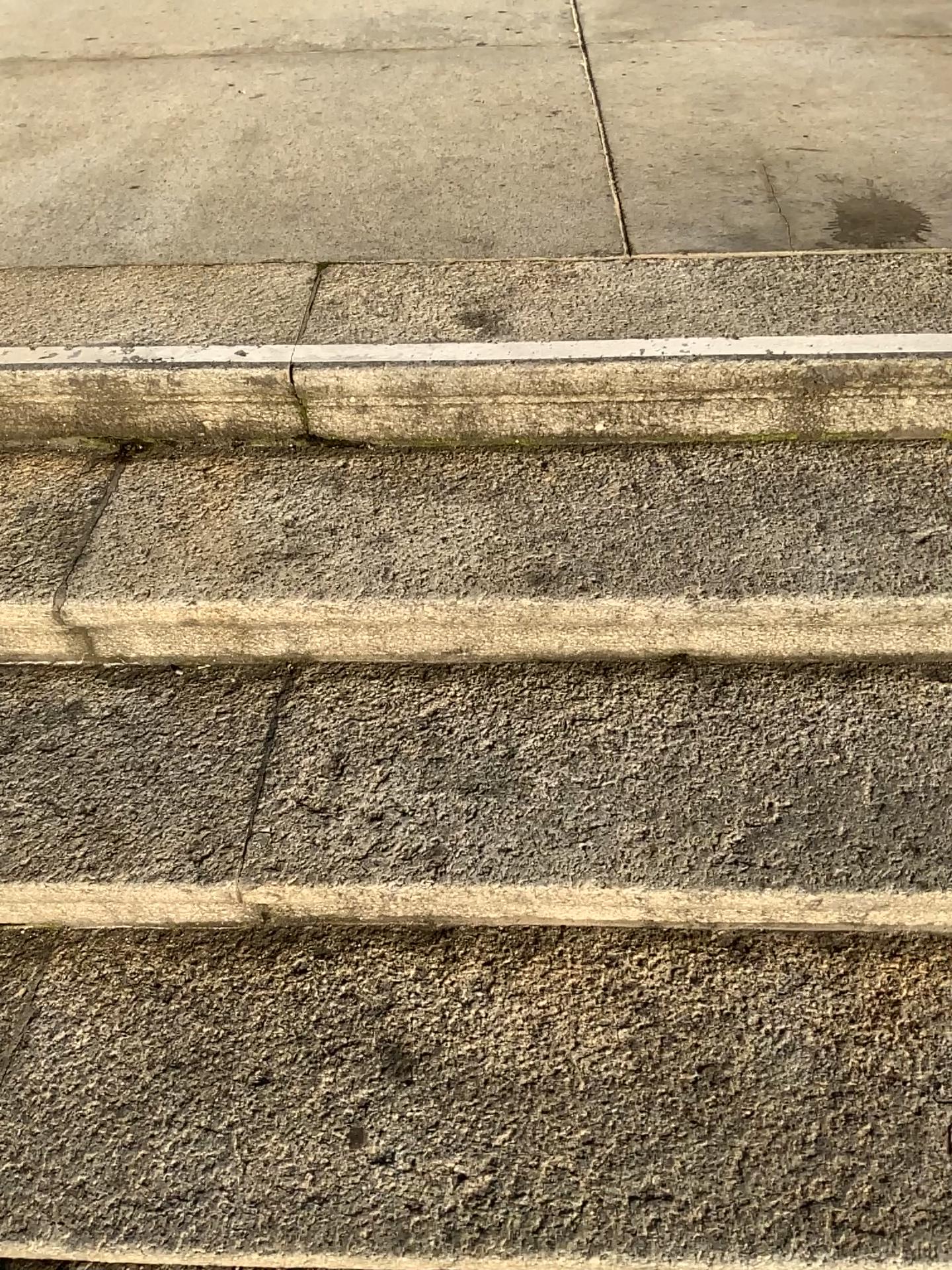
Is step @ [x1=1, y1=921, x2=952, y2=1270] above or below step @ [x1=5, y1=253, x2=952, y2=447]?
below

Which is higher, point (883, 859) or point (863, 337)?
point (863, 337)

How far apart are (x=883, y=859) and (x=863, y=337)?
0.7m

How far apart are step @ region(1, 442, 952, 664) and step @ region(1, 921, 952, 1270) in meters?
0.3

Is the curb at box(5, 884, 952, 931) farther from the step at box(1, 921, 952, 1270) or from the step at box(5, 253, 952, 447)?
the step at box(5, 253, 952, 447)

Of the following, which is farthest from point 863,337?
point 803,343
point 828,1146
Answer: point 828,1146

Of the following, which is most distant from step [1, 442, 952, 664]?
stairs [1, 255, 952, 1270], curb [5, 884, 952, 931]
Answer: curb [5, 884, 952, 931]

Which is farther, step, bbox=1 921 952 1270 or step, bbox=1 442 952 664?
step, bbox=1 442 952 664

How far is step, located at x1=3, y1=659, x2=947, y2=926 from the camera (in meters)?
1.11

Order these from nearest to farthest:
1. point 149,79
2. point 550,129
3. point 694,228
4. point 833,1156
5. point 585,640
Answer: point 833,1156 < point 585,640 < point 694,228 < point 550,129 < point 149,79
